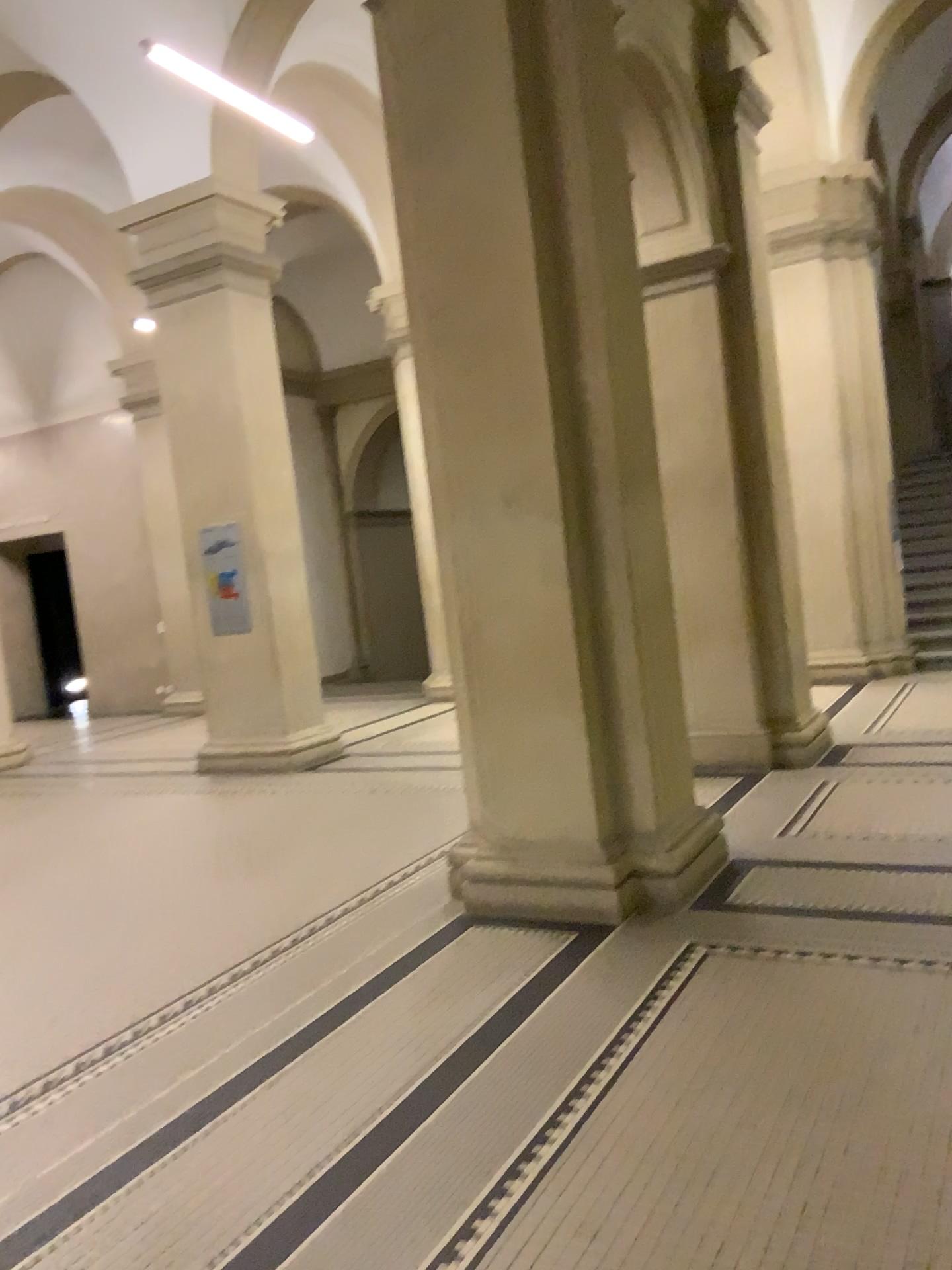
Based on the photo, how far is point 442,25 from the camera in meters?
4.2 m

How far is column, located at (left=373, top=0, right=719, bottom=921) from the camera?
4.2m

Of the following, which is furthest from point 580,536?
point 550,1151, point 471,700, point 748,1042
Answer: point 550,1151
